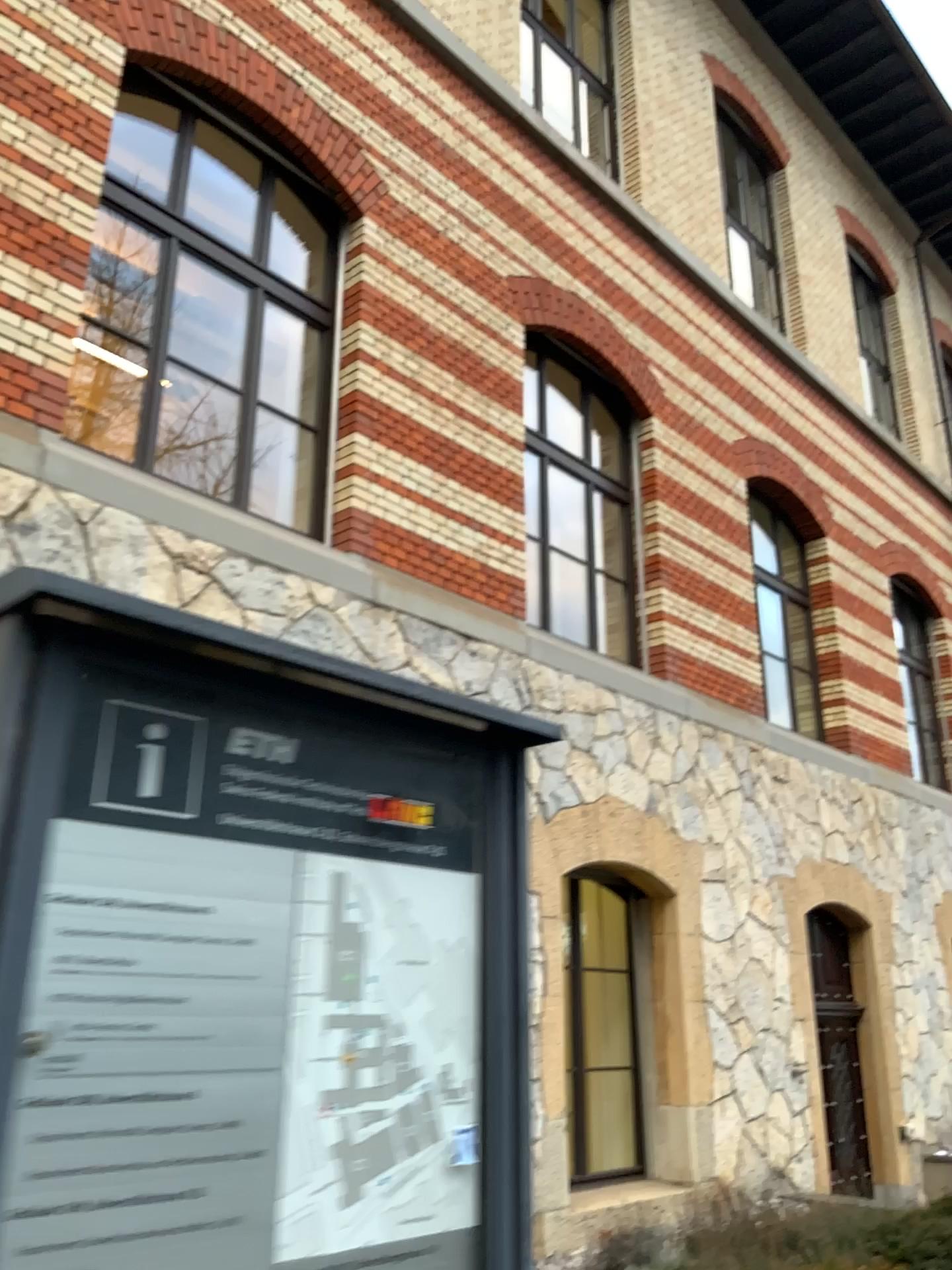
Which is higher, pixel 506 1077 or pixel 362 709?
pixel 362 709
